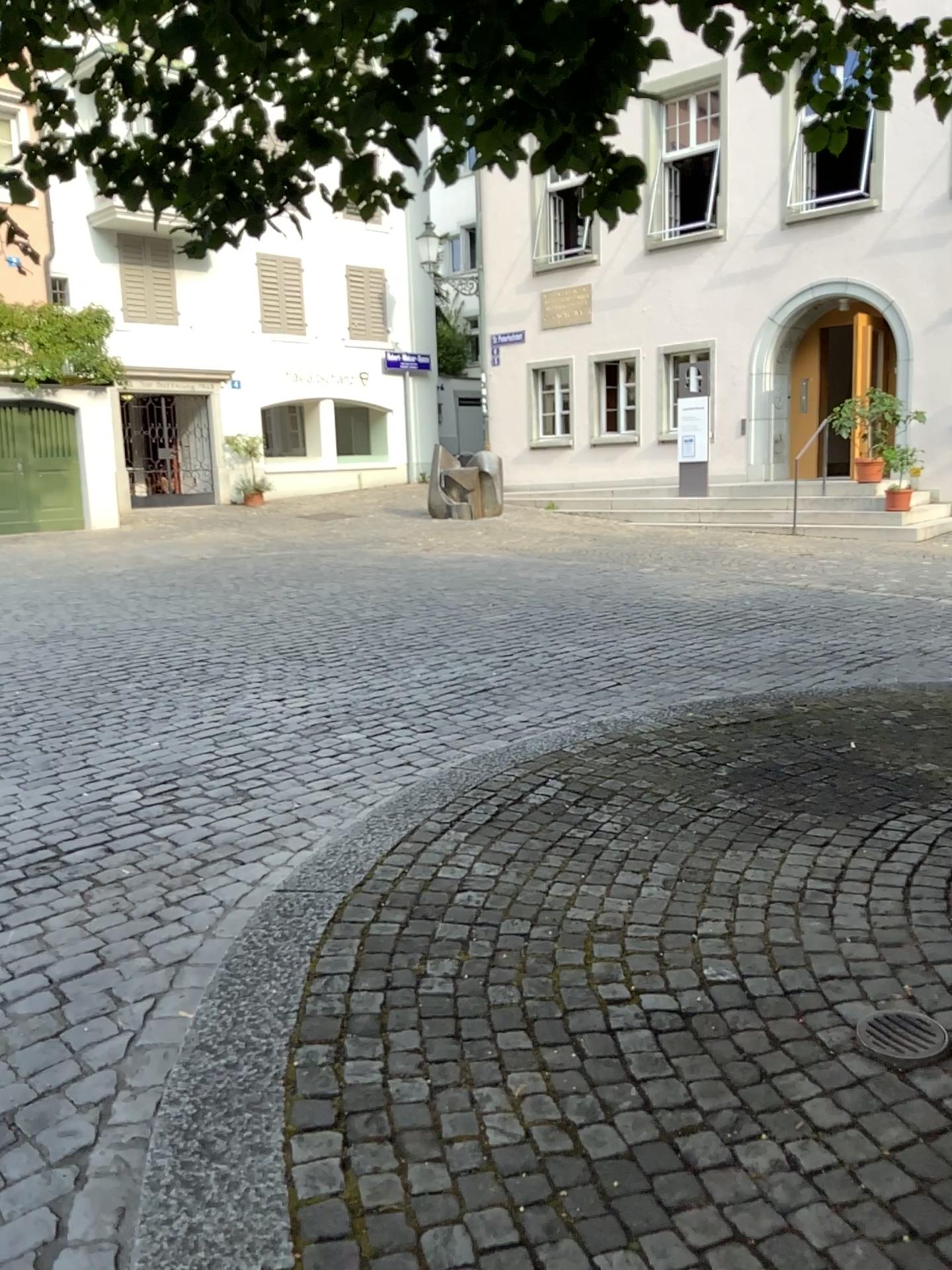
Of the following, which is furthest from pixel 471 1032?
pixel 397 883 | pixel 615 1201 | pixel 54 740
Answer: pixel 54 740

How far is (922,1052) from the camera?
2.4 meters

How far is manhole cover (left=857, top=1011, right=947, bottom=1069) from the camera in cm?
238
